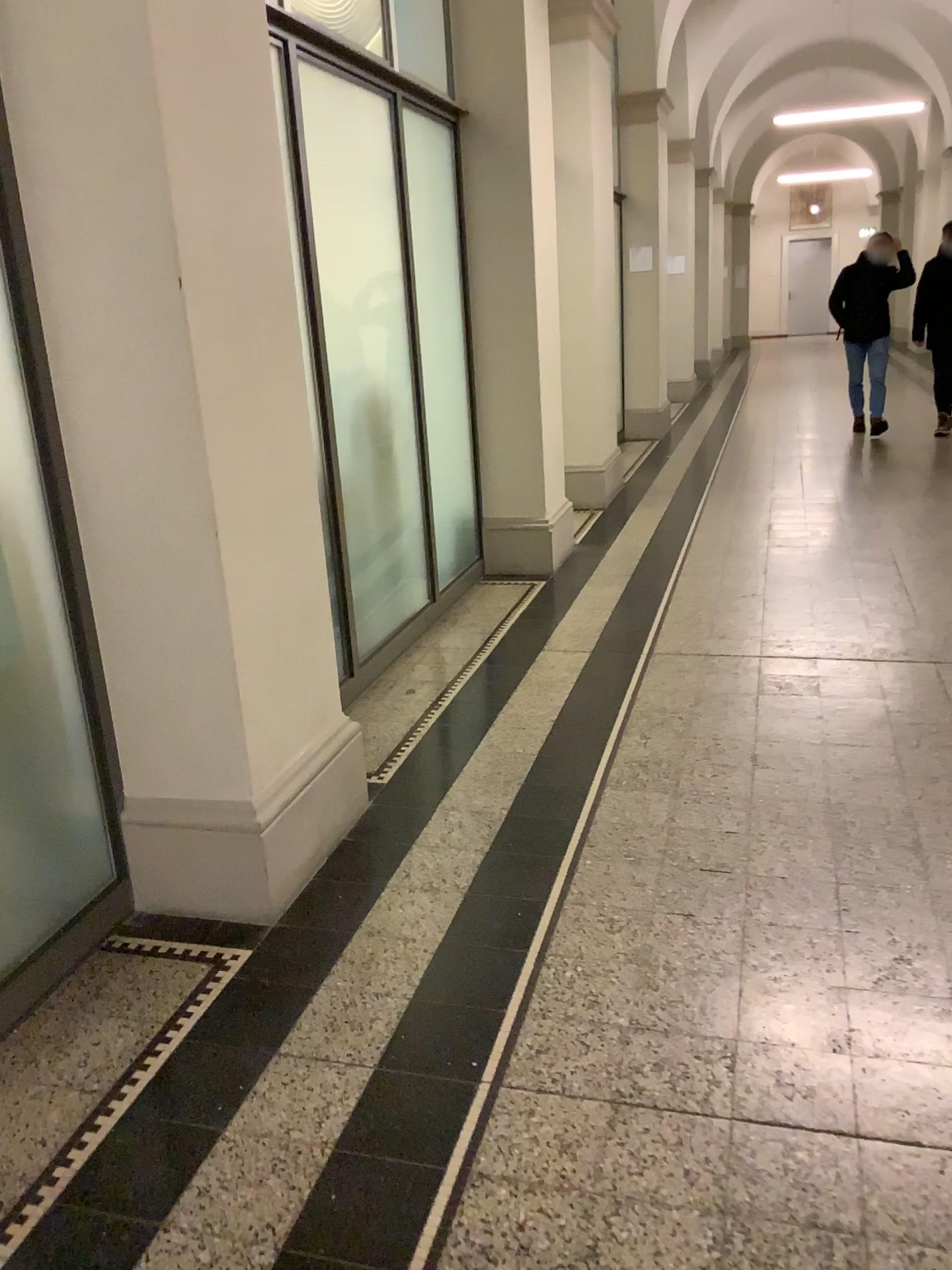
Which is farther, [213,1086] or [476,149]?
[476,149]
